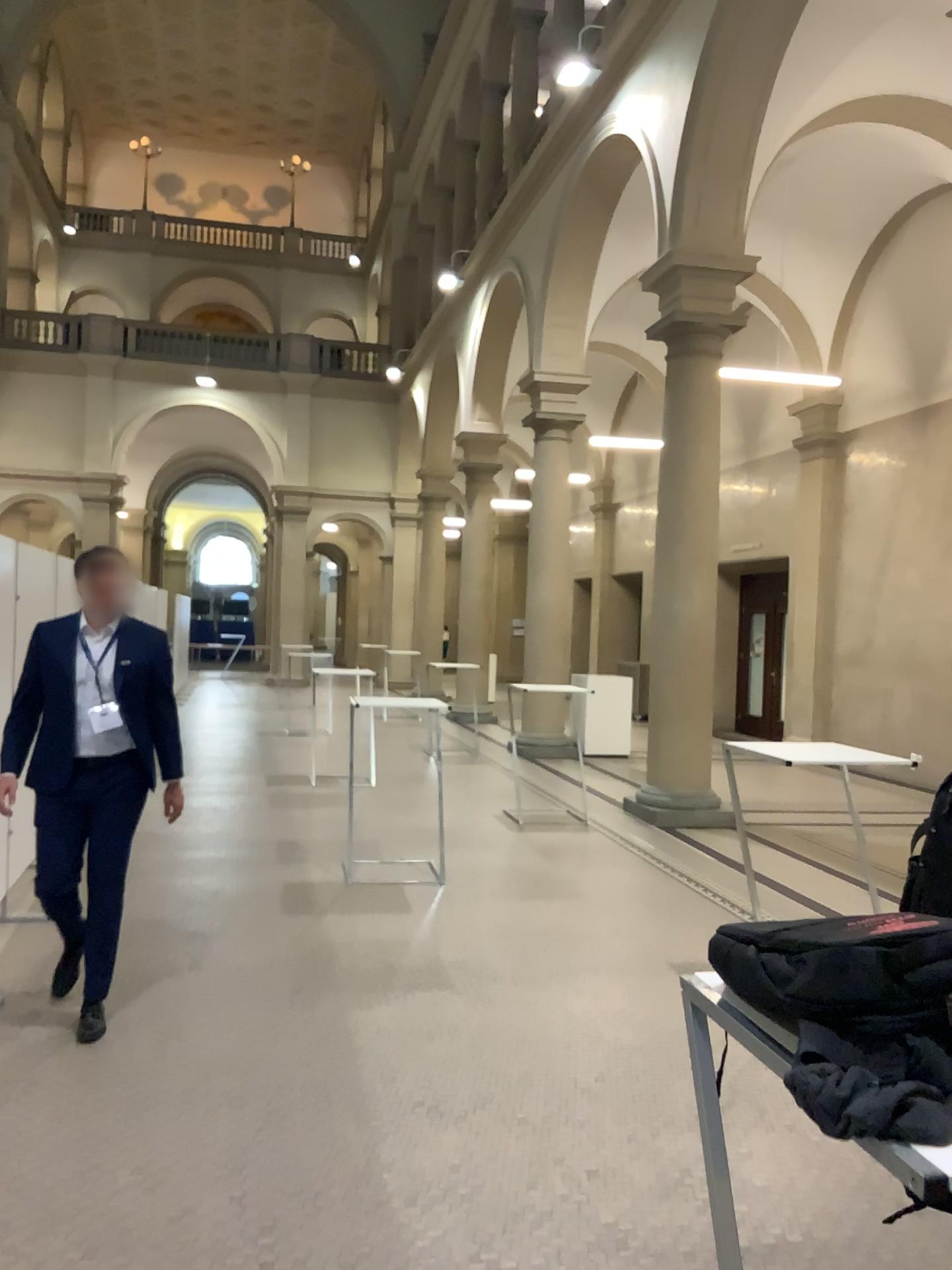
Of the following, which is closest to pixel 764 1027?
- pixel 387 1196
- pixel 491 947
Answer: pixel 387 1196

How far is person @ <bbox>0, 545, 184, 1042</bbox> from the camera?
4.0 meters

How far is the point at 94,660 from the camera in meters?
4.0
